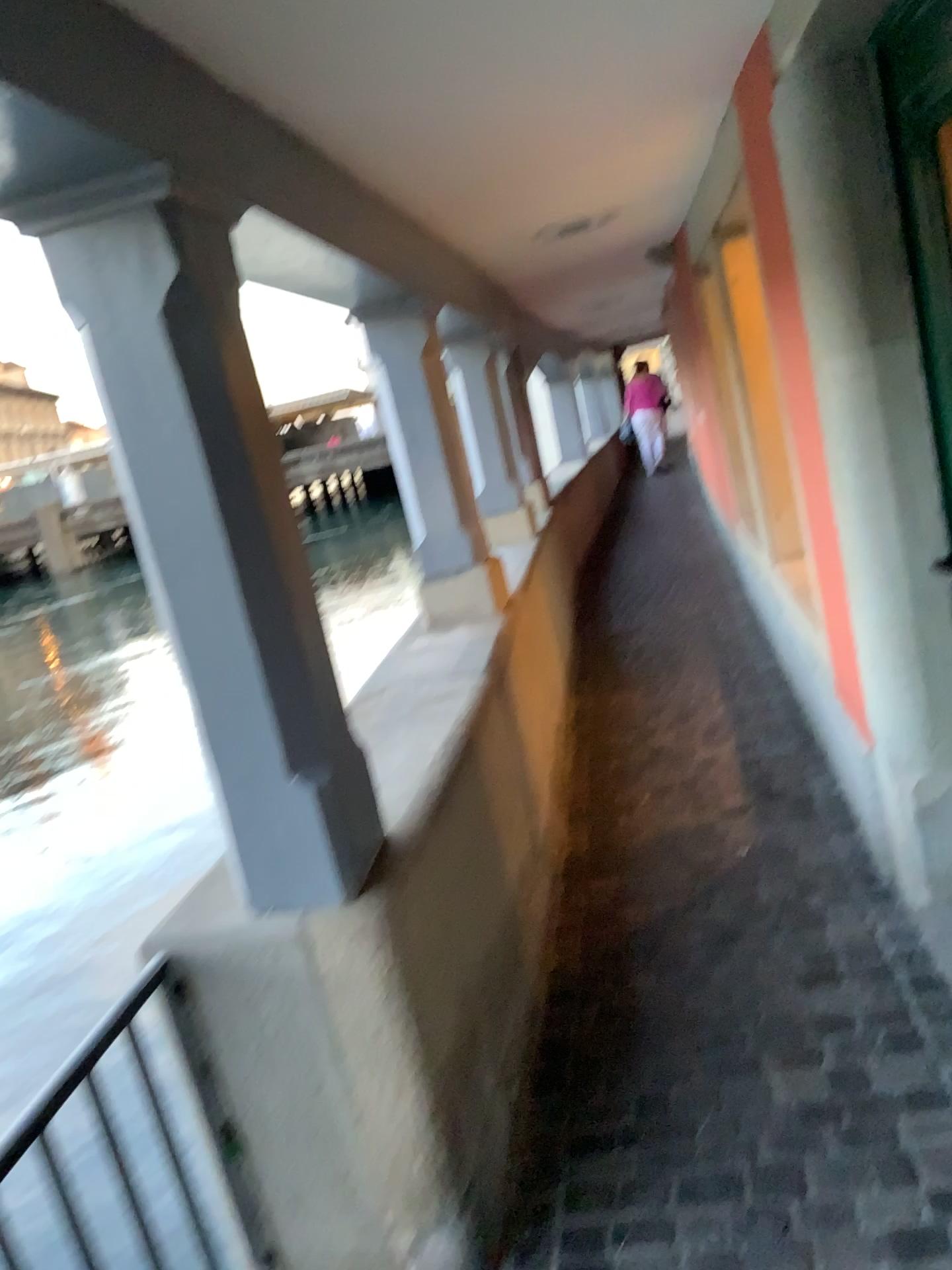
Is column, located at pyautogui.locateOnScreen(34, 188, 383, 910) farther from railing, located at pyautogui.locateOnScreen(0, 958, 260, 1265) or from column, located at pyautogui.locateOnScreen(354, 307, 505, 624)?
column, located at pyautogui.locateOnScreen(354, 307, 505, 624)

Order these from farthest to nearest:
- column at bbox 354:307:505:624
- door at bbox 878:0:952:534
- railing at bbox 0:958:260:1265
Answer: column at bbox 354:307:505:624 < door at bbox 878:0:952:534 < railing at bbox 0:958:260:1265

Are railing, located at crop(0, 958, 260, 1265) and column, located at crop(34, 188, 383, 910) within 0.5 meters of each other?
yes

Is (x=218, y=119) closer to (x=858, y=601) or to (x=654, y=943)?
(x=858, y=601)

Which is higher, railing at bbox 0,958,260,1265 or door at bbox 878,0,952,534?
door at bbox 878,0,952,534

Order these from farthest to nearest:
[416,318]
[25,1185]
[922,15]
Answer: [416,318] → [922,15] → [25,1185]

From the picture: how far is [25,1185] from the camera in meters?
1.4

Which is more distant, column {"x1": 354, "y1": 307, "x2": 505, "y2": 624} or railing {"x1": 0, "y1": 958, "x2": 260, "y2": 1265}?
column {"x1": 354, "y1": 307, "x2": 505, "y2": 624}

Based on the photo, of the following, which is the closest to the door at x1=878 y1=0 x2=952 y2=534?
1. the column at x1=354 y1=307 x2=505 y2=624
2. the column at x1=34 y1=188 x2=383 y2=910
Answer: the column at x1=34 y1=188 x2=383 y2=910

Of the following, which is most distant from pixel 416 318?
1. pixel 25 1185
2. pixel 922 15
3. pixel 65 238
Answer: pixel 25 1185
